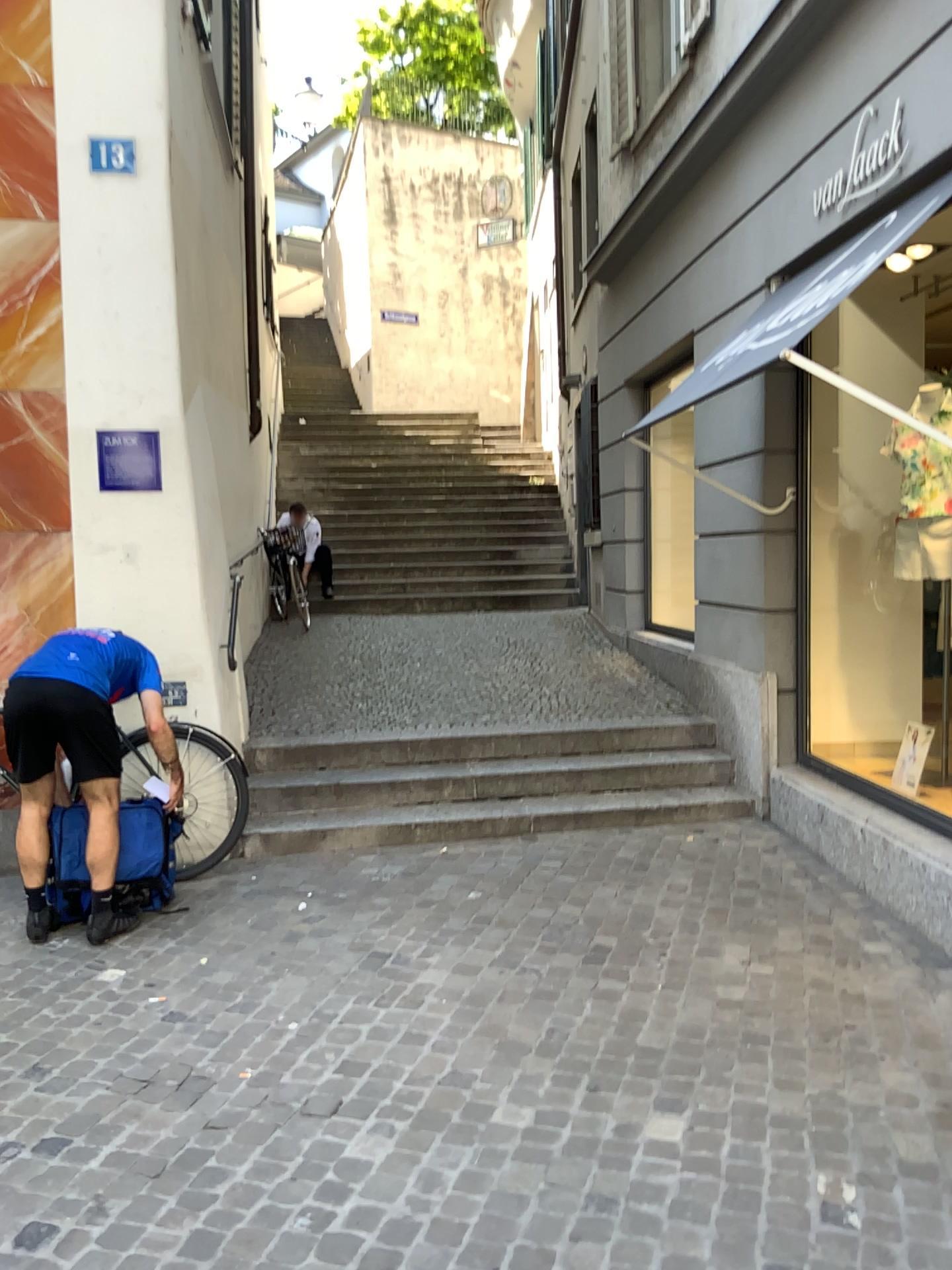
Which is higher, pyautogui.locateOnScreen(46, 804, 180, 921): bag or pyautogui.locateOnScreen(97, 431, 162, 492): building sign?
pyautogui.locateOnScreen(97, 431, 162, 492): building sign

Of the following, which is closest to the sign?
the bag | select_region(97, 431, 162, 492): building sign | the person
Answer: select_region(97, 431, 162, 492): building sign

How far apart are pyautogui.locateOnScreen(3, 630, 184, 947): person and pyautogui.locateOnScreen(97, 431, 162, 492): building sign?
0.9 meters

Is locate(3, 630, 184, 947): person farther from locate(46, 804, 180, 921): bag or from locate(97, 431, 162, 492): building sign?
locate(97, 431, 162, 492): building sign

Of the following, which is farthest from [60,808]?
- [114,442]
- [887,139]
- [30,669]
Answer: [887,139]

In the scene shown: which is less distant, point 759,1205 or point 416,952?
point 759,1205

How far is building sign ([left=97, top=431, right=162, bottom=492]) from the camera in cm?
486

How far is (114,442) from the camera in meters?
4.9

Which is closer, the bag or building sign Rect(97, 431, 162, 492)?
the bag

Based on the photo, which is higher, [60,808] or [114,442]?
[114,442]
